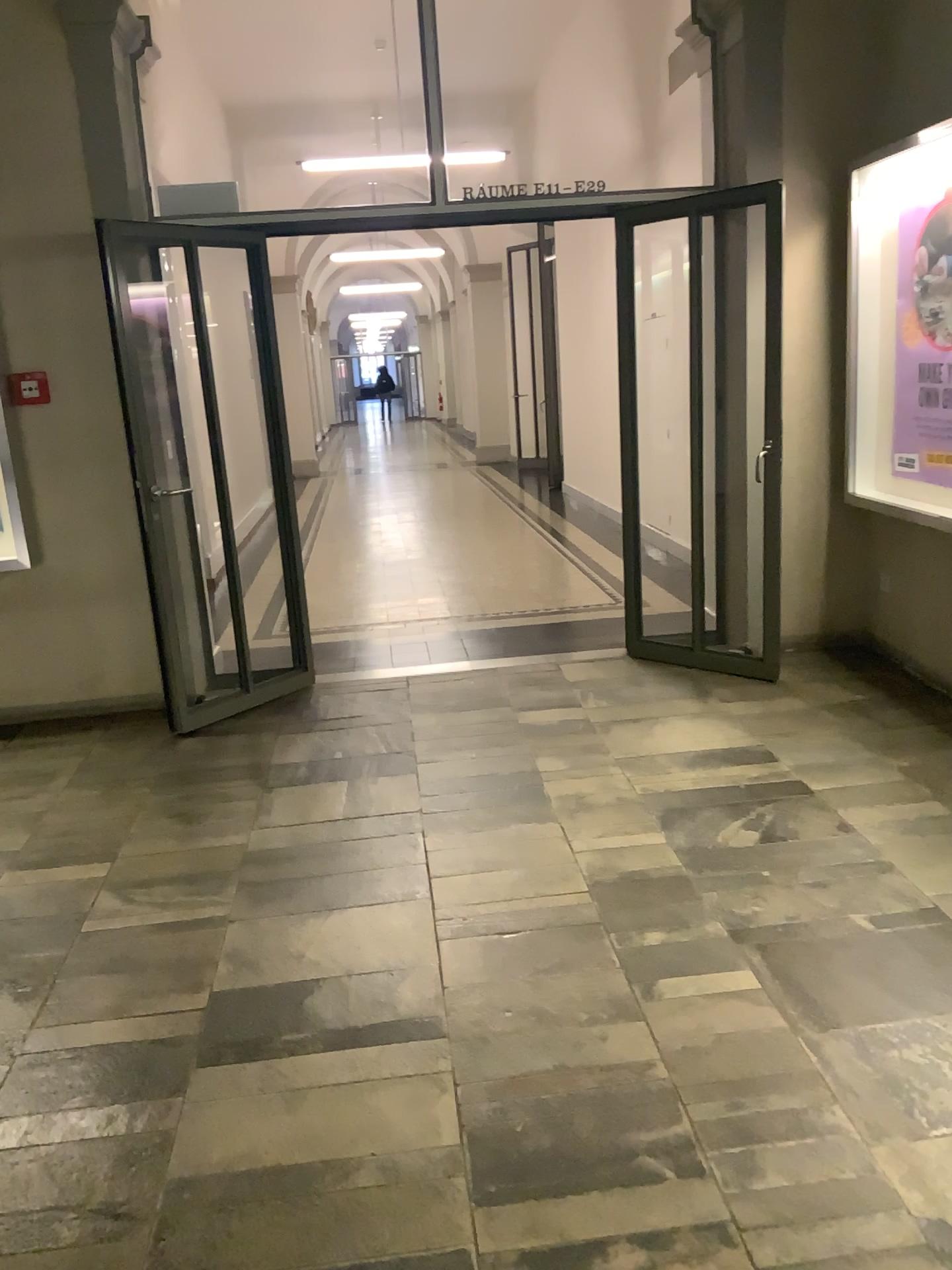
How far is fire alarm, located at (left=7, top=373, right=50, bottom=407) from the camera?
4.6m

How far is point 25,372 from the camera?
4.58m

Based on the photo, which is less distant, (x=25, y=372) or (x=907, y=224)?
(x=907, y=224)

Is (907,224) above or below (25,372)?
above

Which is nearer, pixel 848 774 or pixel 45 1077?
pixel 45 1077

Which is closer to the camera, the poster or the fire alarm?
the poster
